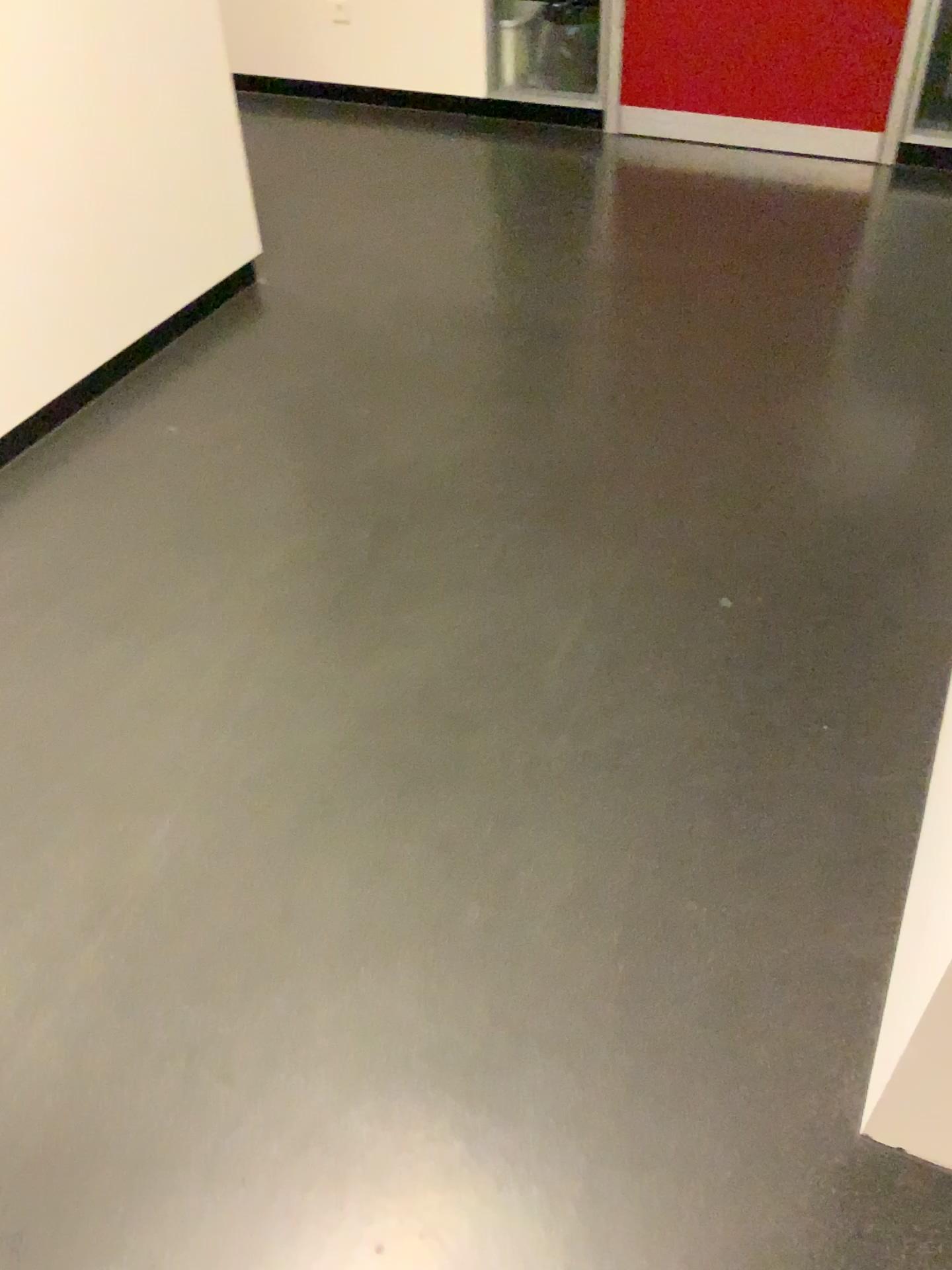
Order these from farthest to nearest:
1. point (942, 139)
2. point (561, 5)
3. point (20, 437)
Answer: point (561, 5), point (942, 139), point (20, 437)

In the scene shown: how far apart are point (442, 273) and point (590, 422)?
0.9m

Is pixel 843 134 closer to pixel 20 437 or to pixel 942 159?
pixel 942 159

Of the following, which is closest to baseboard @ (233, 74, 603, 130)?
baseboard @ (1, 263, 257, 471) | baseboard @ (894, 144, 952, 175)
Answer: baseboard @ (894, 144, 952, 175)

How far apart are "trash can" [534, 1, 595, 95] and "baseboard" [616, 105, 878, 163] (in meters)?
0.25

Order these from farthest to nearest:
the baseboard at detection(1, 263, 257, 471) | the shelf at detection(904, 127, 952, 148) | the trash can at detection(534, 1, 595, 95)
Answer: the trash can at detection(534, 1, 595, 95)
the shelf at detection(904, 127, 952, 148)
the baseboard at detection(1, 263, 257, 471)

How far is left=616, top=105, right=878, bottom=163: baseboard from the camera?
3.63m

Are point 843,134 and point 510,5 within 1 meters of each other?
no

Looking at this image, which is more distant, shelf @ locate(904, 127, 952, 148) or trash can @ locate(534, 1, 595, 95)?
trash can @ locate(534, 1, 595, 95)

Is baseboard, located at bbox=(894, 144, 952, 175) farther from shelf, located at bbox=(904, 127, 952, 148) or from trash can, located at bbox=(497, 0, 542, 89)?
trash can, located at bbox=(497, 0, 542, 89)
